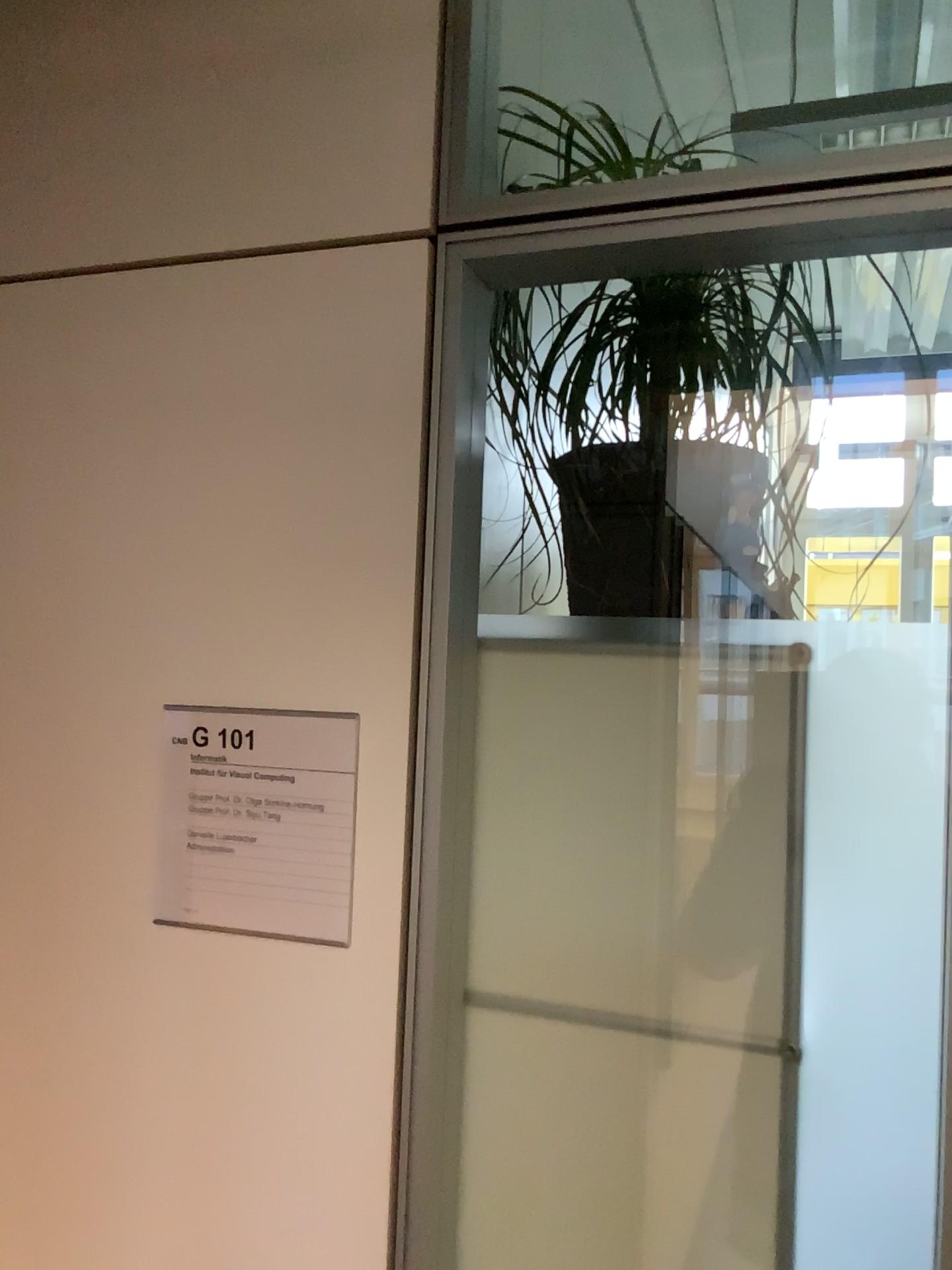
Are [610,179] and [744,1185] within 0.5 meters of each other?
no

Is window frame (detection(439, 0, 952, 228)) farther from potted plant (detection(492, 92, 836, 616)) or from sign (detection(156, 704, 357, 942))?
sign (detection(156, 704, 357, 942))

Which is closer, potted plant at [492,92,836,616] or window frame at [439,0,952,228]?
window frame at [439,0,952,228]

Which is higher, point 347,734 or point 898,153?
point 898,153

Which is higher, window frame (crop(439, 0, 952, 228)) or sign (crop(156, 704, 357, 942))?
window frame (crop(439, 0, 952, 228))

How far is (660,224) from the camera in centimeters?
92cm

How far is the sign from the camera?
1.0m

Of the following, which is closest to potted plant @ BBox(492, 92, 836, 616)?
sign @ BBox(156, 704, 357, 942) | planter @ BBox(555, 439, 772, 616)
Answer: planter @ BBox(555, 439, 772, 616)

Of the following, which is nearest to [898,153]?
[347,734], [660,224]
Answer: [660,224]

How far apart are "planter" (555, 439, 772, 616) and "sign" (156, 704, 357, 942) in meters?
0.3 m
